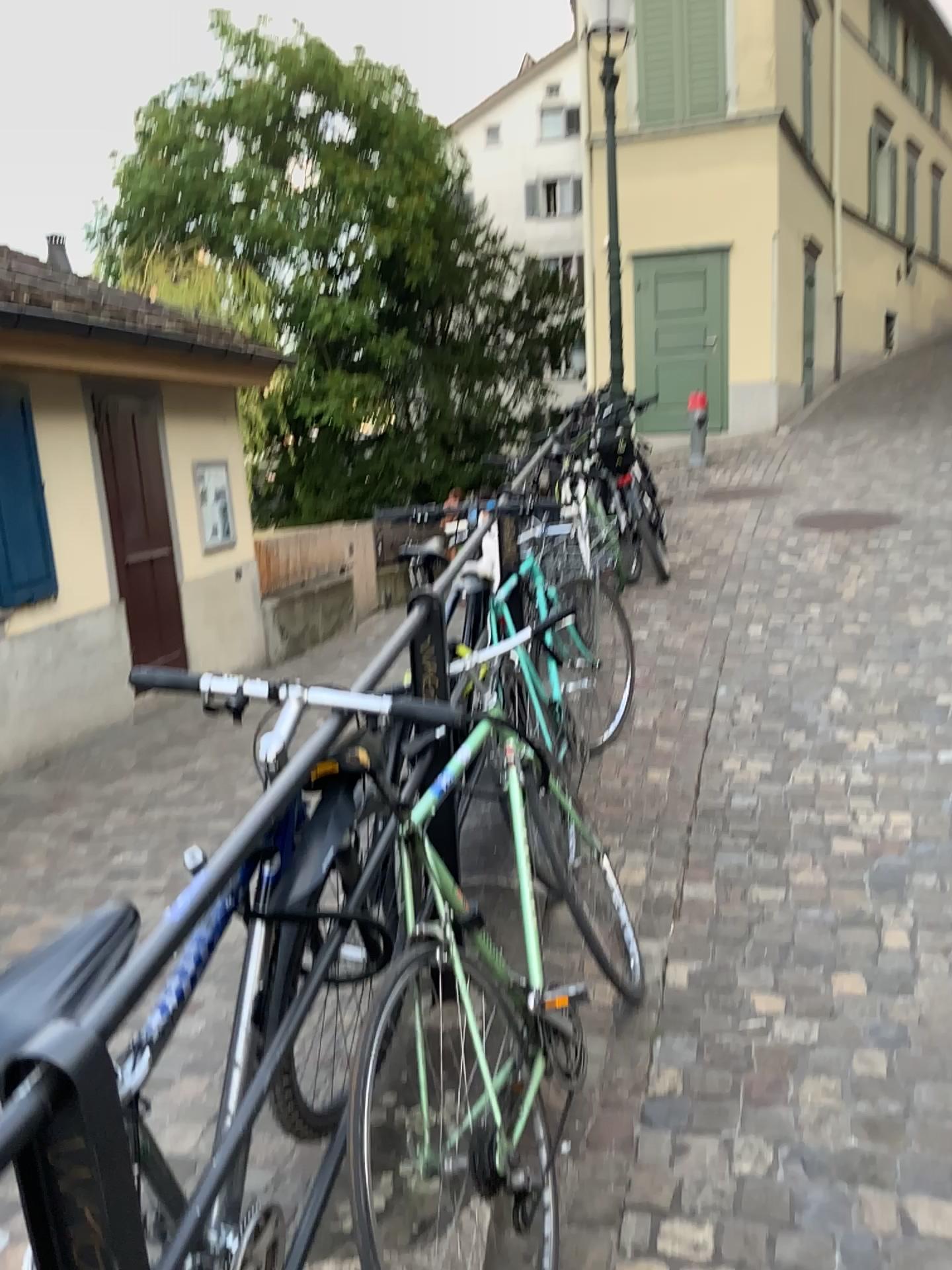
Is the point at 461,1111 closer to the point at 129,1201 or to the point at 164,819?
the point at 129,1201
